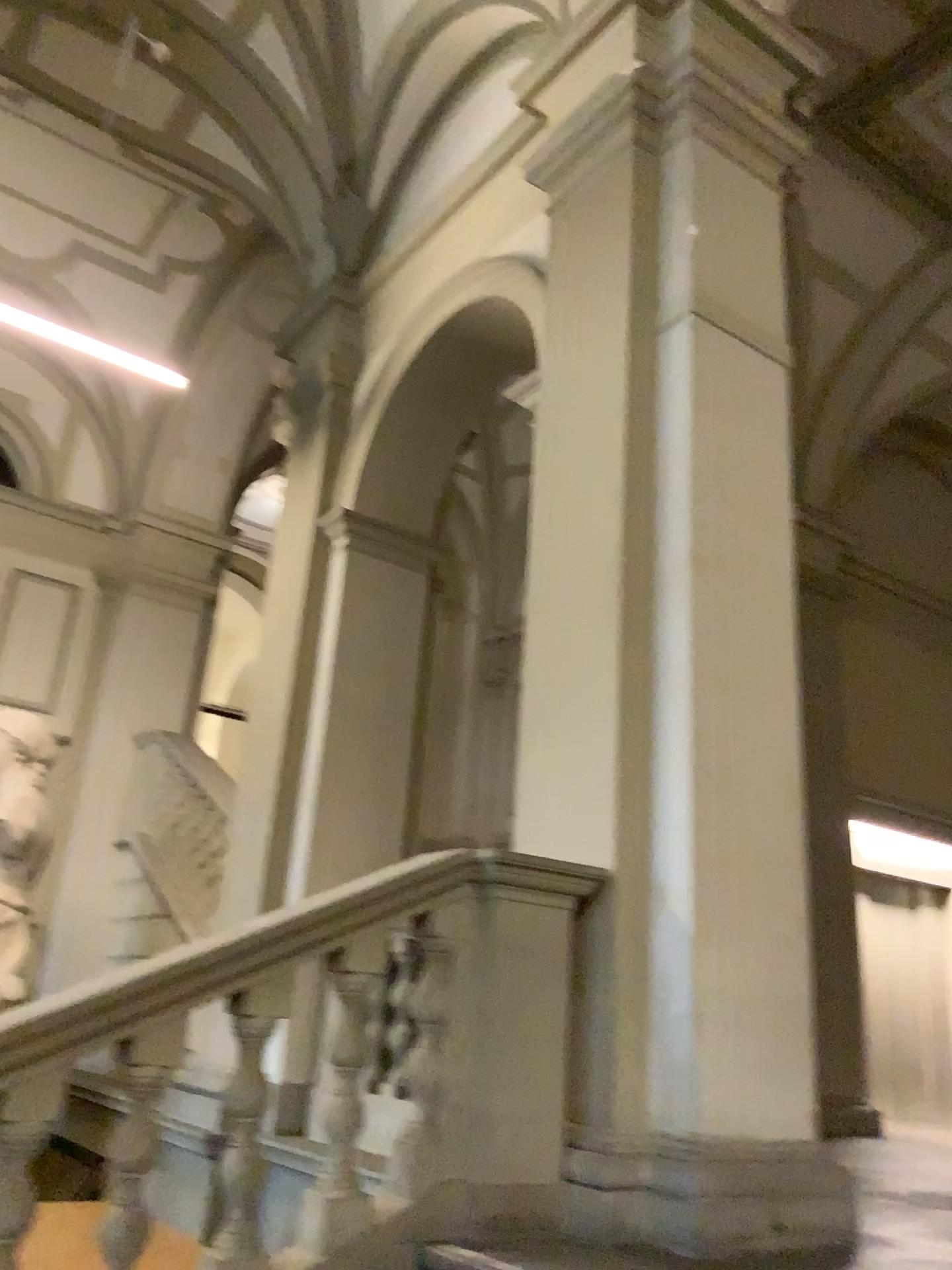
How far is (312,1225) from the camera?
2.7 meters

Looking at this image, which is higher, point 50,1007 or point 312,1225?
point 50,1007

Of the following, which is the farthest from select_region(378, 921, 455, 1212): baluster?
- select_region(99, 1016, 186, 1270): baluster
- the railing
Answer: select_region(99, 1016, 186, 1270): baluster

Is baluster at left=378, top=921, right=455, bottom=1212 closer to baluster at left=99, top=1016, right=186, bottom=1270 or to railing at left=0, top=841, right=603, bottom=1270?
railing at left=0, top=841, right=603, bottom=1270

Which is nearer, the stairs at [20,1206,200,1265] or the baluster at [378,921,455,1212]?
the baluster at [378,921,455,1212]

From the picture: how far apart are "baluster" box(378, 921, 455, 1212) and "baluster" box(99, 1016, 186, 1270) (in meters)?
0.64

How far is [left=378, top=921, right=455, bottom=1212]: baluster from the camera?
2.8 meters

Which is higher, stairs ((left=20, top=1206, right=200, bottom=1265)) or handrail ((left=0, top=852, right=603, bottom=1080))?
handrail ((left=0, top=852, right=603, bottom=1080))

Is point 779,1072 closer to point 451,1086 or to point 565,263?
point 451,1086

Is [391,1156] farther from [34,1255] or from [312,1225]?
[34,1255]
